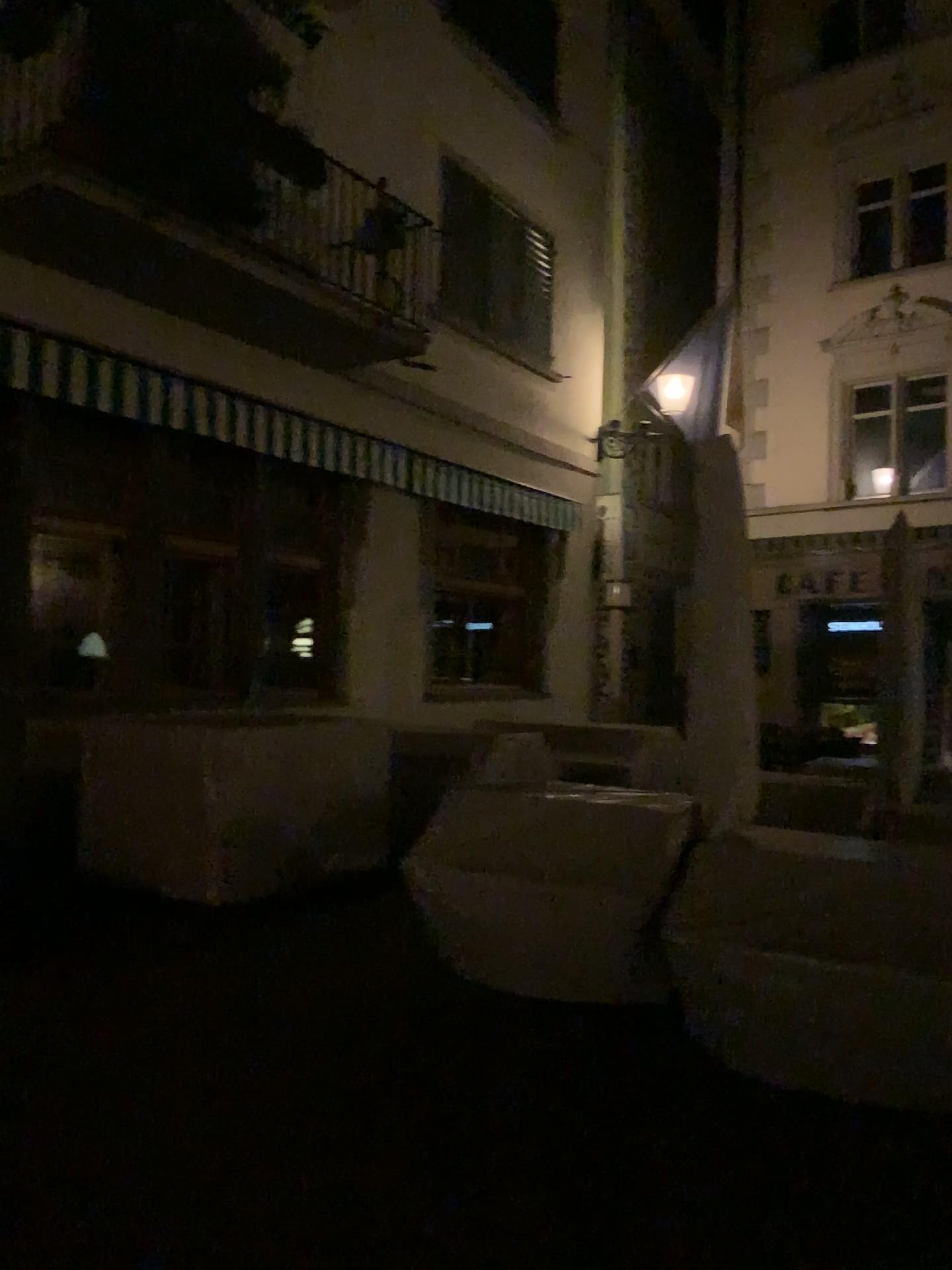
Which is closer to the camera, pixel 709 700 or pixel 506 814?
pixel 709 700
